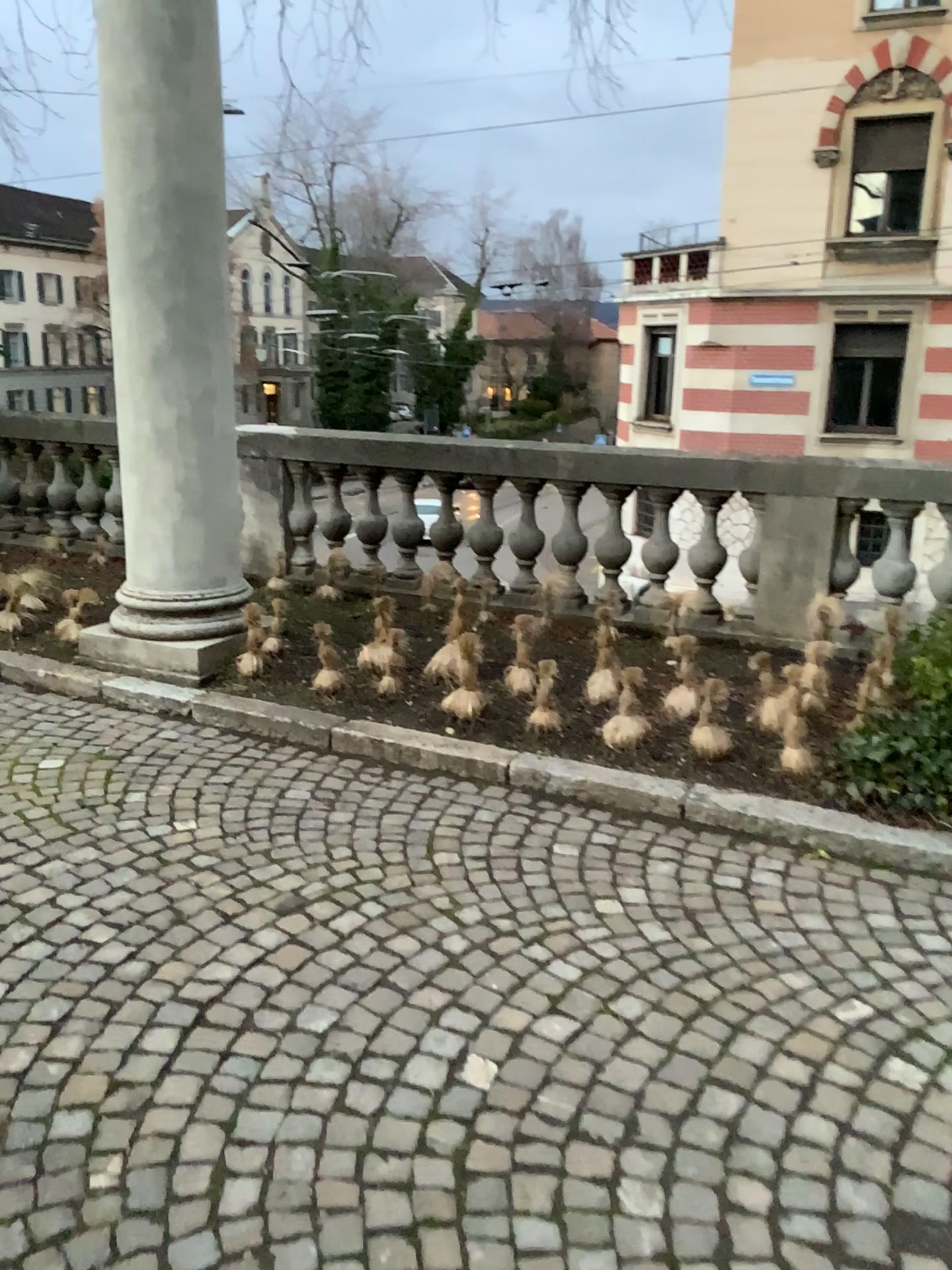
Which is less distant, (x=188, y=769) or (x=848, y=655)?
(x=188, y=769)
